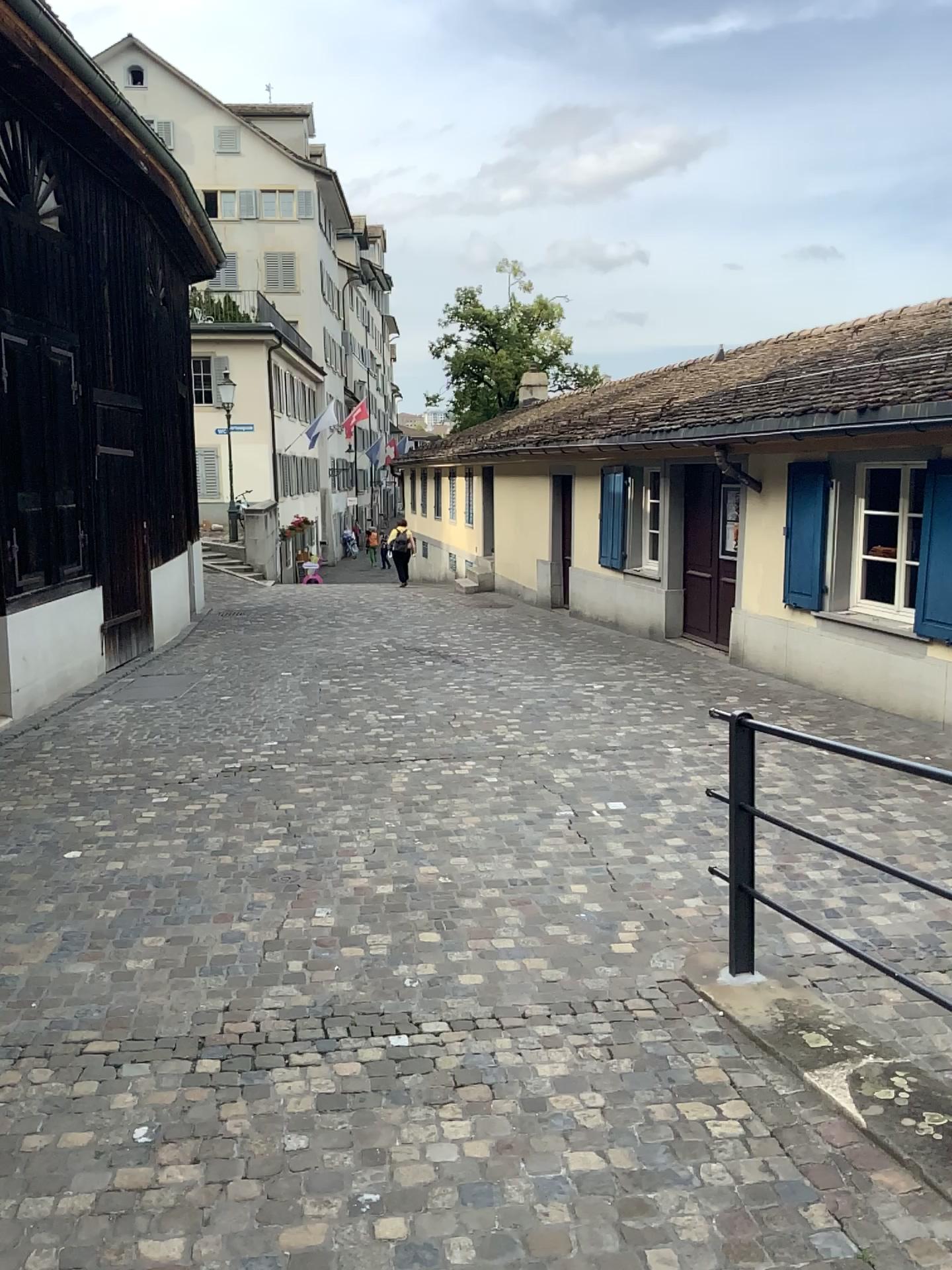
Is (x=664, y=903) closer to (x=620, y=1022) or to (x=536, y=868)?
(x=536, y=868)
